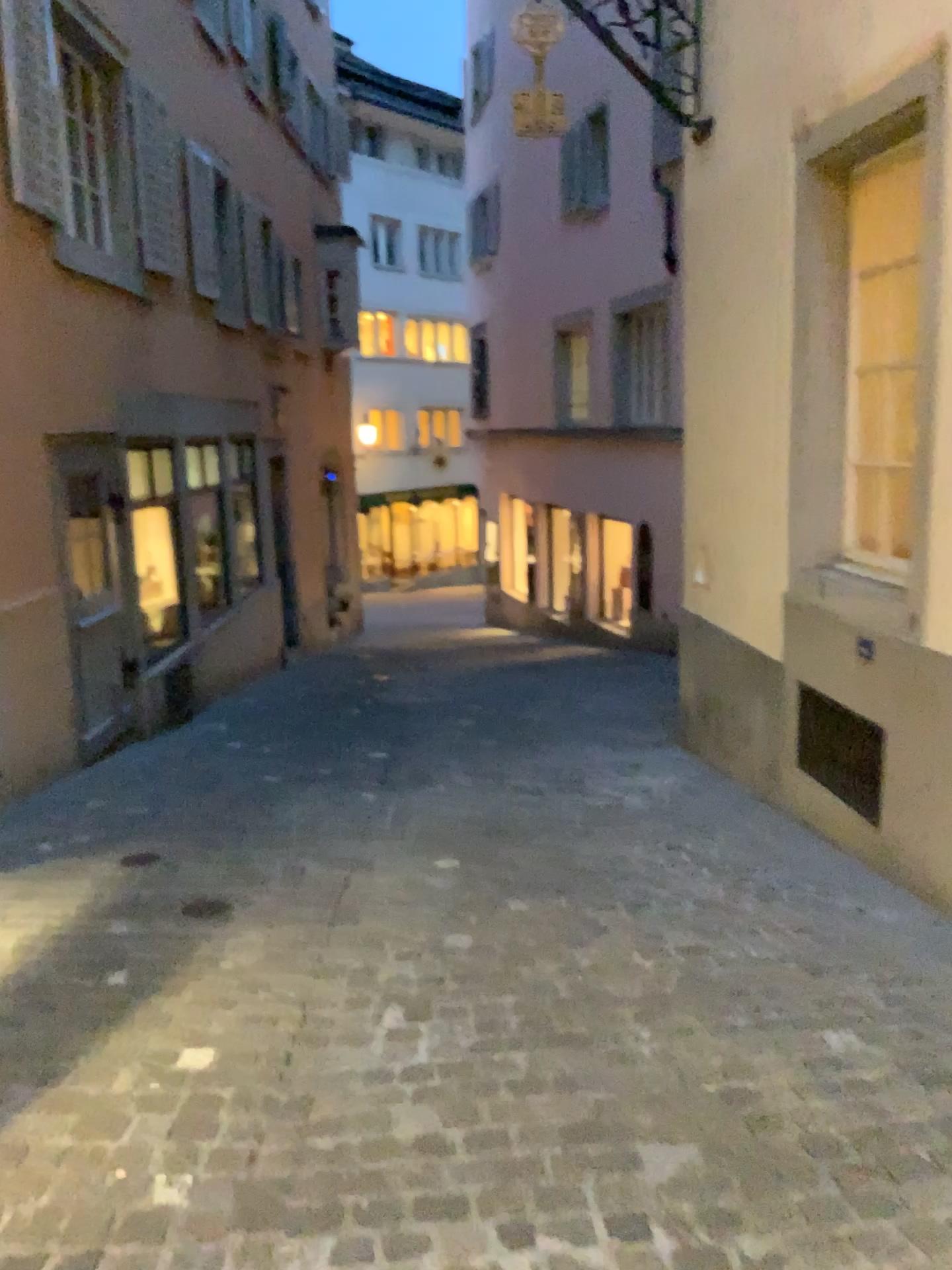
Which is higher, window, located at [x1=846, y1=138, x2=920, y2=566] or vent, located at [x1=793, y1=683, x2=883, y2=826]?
window, located at [x1=846, y1=138, x2=920, y2=566]

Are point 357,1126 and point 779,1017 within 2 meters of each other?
yes

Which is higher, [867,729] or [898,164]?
[898,164]
